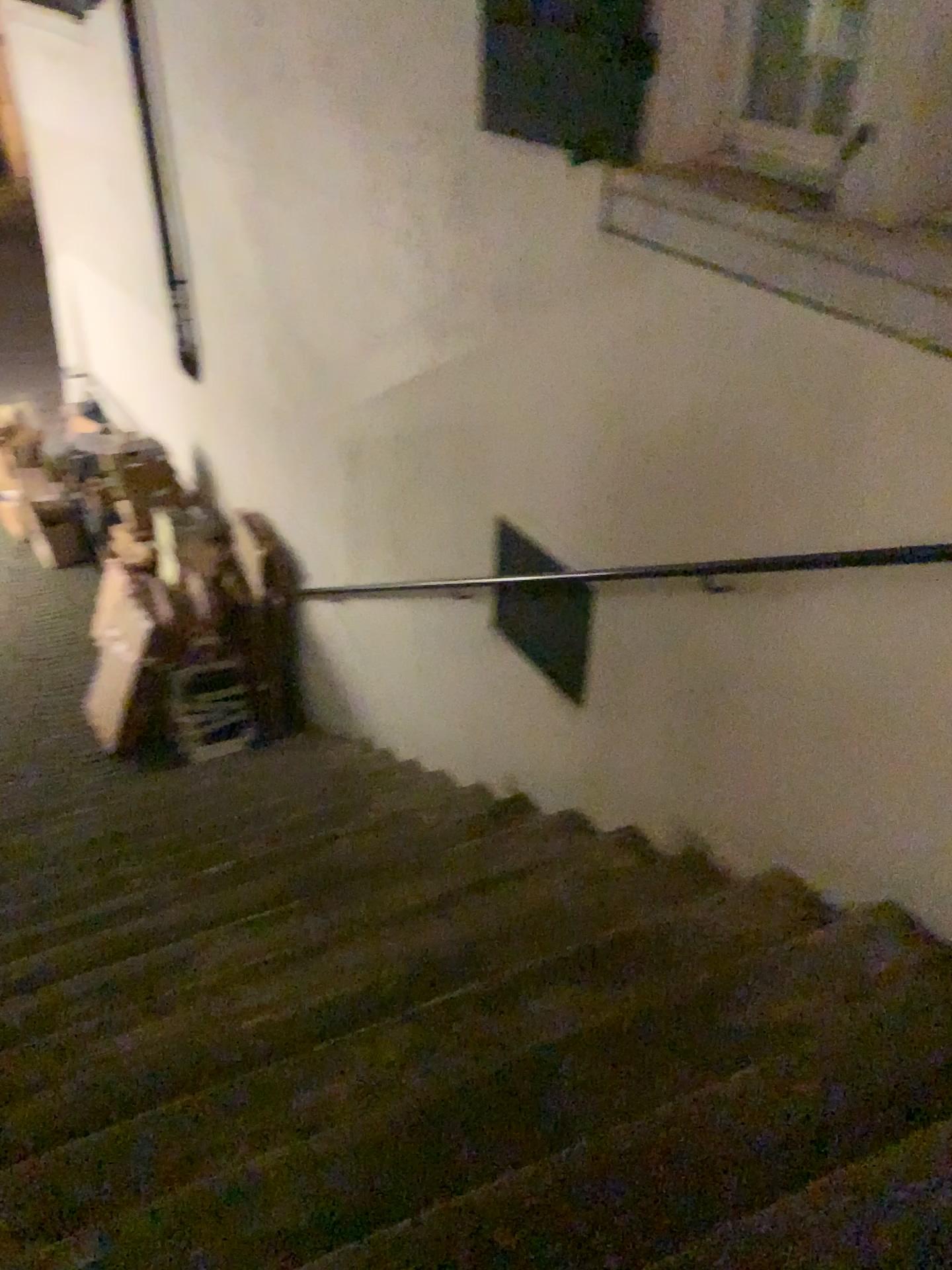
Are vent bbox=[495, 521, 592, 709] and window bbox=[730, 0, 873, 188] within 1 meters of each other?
no

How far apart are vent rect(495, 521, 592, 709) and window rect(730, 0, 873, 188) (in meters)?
1.26

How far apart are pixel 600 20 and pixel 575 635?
1.65m

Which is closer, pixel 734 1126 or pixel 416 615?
pixel 734 1126

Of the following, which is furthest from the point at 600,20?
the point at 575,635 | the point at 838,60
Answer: the point at 575,635

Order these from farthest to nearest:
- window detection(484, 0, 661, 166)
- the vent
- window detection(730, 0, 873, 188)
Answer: the vent, window detection(484, 0, 661, 166), window detection(730, 0, 873, 188)

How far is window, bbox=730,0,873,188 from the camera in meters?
2.1

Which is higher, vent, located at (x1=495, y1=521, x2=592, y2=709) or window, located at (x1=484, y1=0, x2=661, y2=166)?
window, located at (x1=484, y1=0, x2=661, y2=166)

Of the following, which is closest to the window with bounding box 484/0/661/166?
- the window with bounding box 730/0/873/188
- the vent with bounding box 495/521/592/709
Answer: the window with bounding box 730/0/873/188

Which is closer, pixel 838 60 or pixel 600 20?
pixel 838 60
